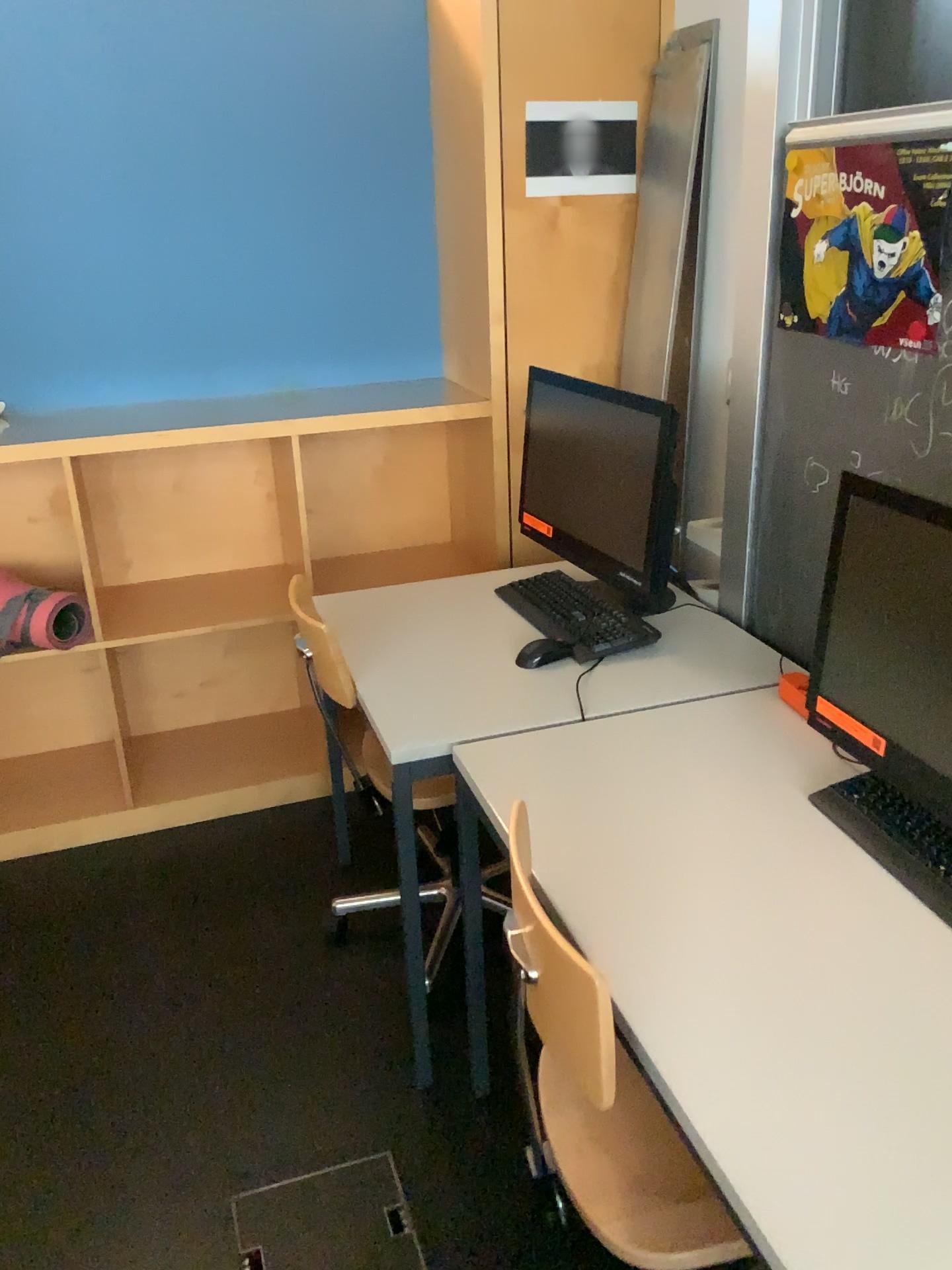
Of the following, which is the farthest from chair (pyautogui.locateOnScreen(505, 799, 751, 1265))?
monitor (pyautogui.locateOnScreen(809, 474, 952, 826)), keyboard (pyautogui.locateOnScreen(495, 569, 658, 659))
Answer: keyboard (pyautogui.locateOnScreen(495, 569, 658, 659))

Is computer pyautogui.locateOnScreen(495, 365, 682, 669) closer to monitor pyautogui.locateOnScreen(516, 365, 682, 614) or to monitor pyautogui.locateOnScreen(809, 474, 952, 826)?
monitor pyautogui.locateOnScreen(516, 365, 682, 614)

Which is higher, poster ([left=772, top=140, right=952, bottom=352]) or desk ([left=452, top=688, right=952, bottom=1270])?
poster ([left=772, top=140, right=952, bottom=352])

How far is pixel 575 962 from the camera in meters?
1.1 m

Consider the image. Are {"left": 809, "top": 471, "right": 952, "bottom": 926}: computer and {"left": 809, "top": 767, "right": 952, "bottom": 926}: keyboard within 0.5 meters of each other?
yes

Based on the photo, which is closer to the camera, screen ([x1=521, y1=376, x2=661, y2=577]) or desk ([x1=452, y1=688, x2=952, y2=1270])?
desk ([x1=452, y1=688, x2=952, y2=1270])

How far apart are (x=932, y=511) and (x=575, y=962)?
0.7 meters

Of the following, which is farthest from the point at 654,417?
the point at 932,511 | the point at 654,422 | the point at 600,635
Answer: the point at 932,511

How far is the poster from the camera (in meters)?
1.54

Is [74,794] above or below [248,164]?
below
